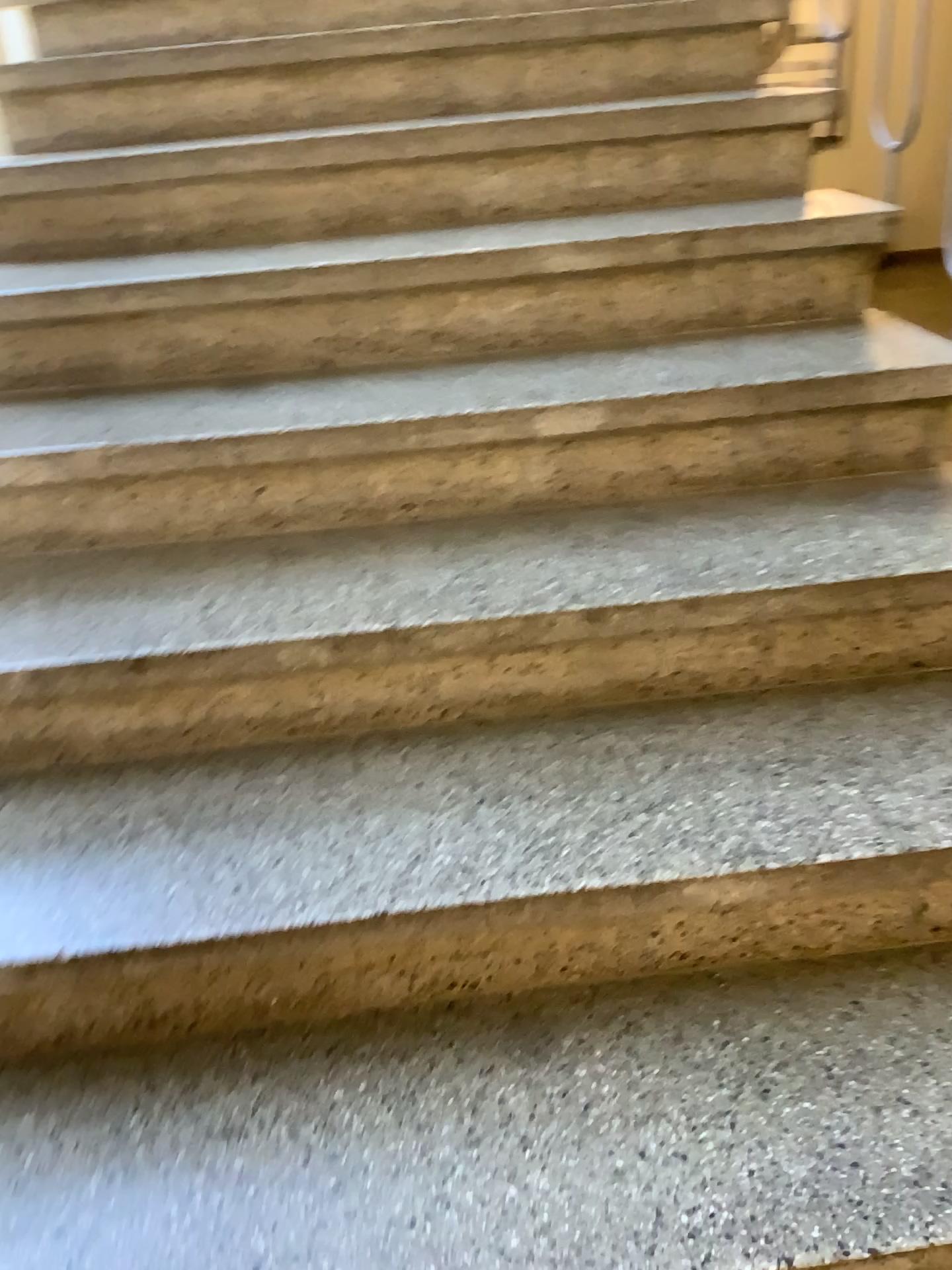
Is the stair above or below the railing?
below

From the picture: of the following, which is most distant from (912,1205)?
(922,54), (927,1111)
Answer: (922,54)

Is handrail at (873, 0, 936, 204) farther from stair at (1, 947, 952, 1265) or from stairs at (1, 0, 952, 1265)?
stair at (1, 947, 952, 1265)

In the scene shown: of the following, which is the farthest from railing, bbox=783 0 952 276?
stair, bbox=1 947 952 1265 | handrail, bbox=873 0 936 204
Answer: stair, bbox=1 947 952 1265

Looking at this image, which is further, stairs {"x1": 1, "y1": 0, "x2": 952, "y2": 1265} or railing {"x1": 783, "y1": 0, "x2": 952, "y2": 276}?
railing {"x1": 783, "y1": 0, "x2": 952, "y2": 276}

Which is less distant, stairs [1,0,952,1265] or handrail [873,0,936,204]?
stairs [1,0,952,1265]

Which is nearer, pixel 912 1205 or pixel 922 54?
pixel 912 1205

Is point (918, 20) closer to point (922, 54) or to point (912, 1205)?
point (922, 54)

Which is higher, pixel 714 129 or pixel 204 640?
pixel 714 129

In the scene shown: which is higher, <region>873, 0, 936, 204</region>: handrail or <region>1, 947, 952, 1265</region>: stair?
<region>873, 0, 936, 204</region>: handrail
